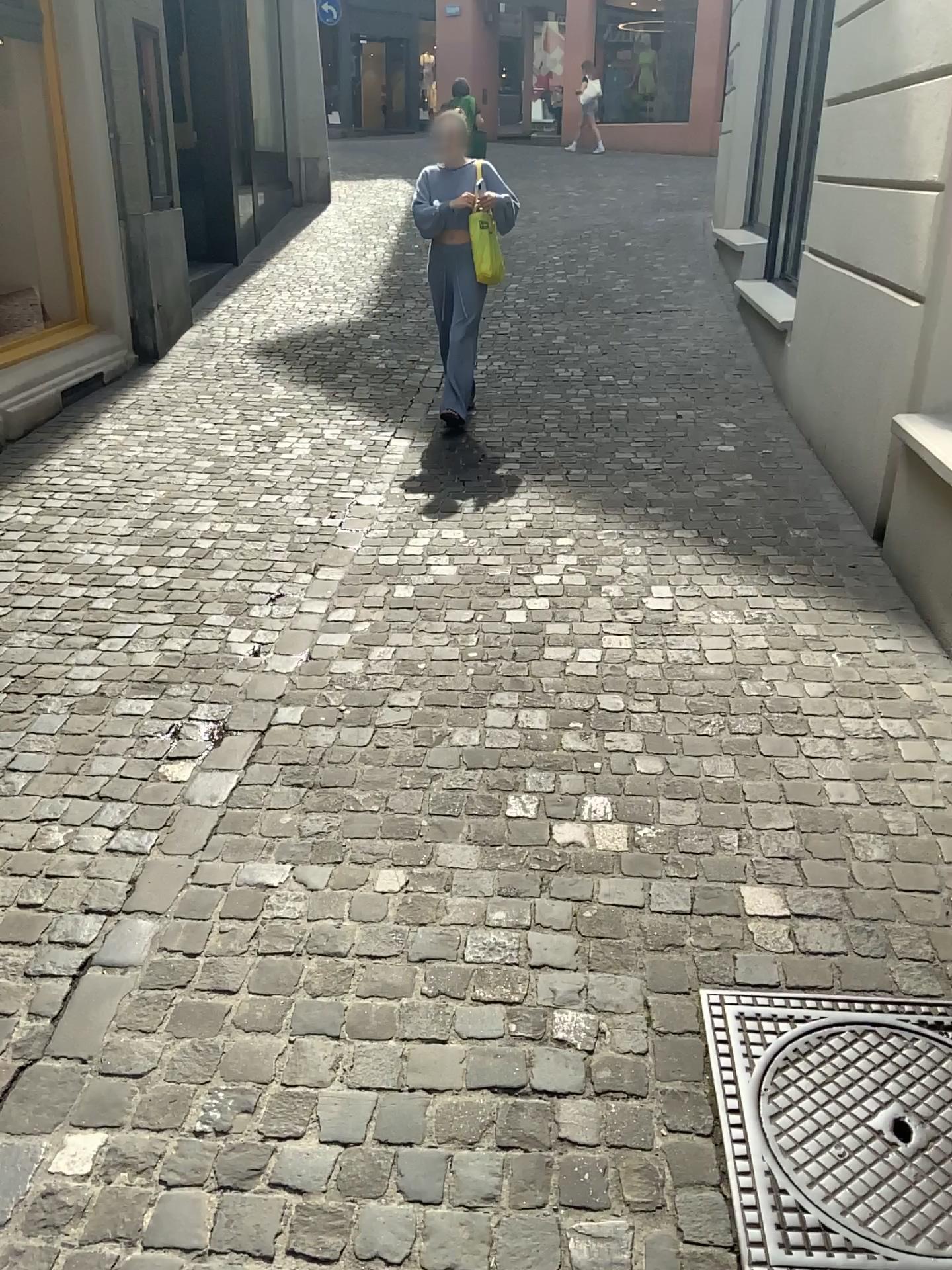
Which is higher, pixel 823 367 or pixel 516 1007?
pixel 823 367

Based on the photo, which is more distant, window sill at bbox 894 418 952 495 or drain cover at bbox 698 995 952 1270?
window sill at bbox 894 418 952 495

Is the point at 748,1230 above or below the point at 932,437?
below

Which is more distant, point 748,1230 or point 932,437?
point 932,437

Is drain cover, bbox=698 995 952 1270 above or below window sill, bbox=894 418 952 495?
below
